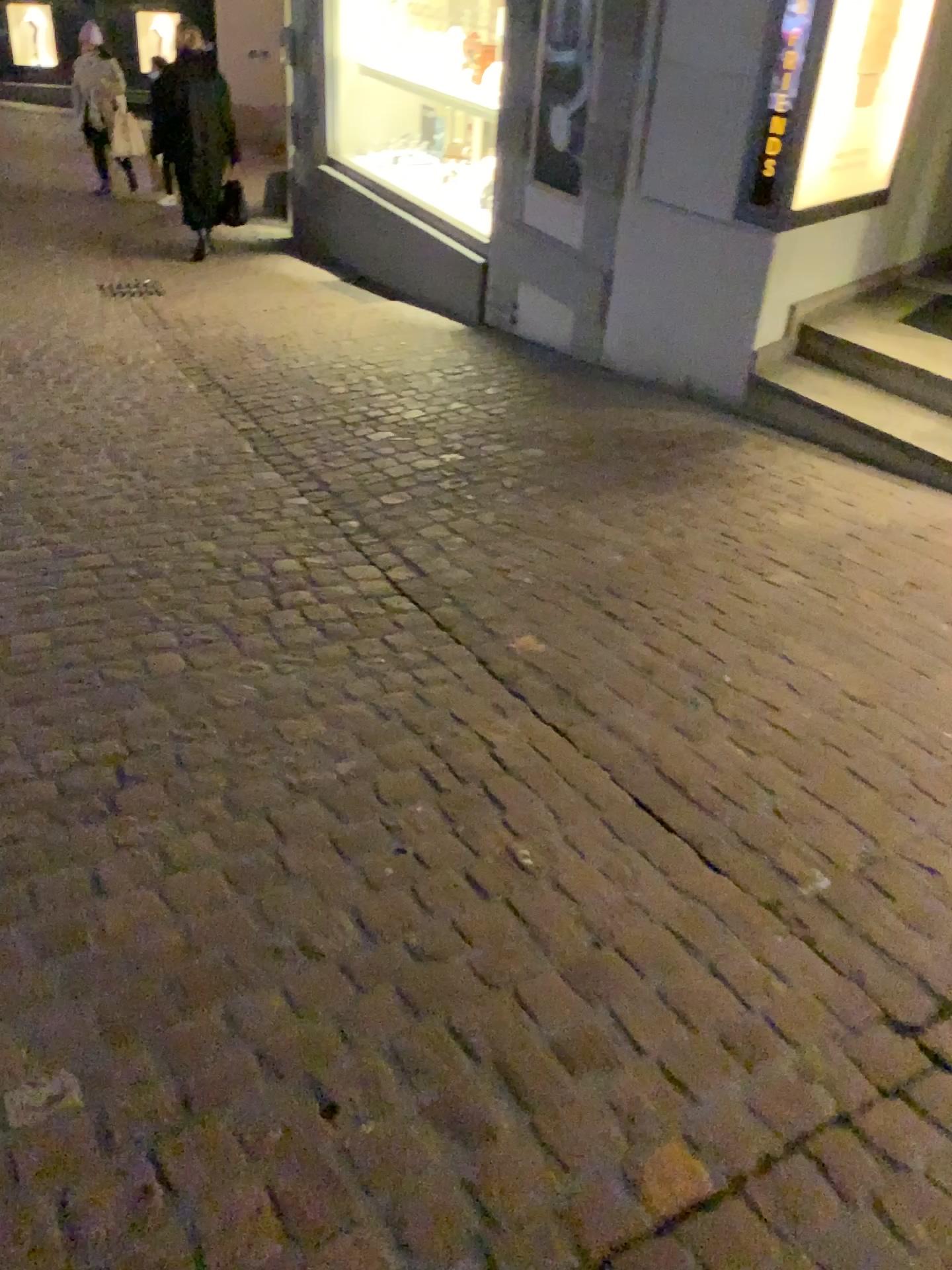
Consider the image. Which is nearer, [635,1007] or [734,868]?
[635,1007]
